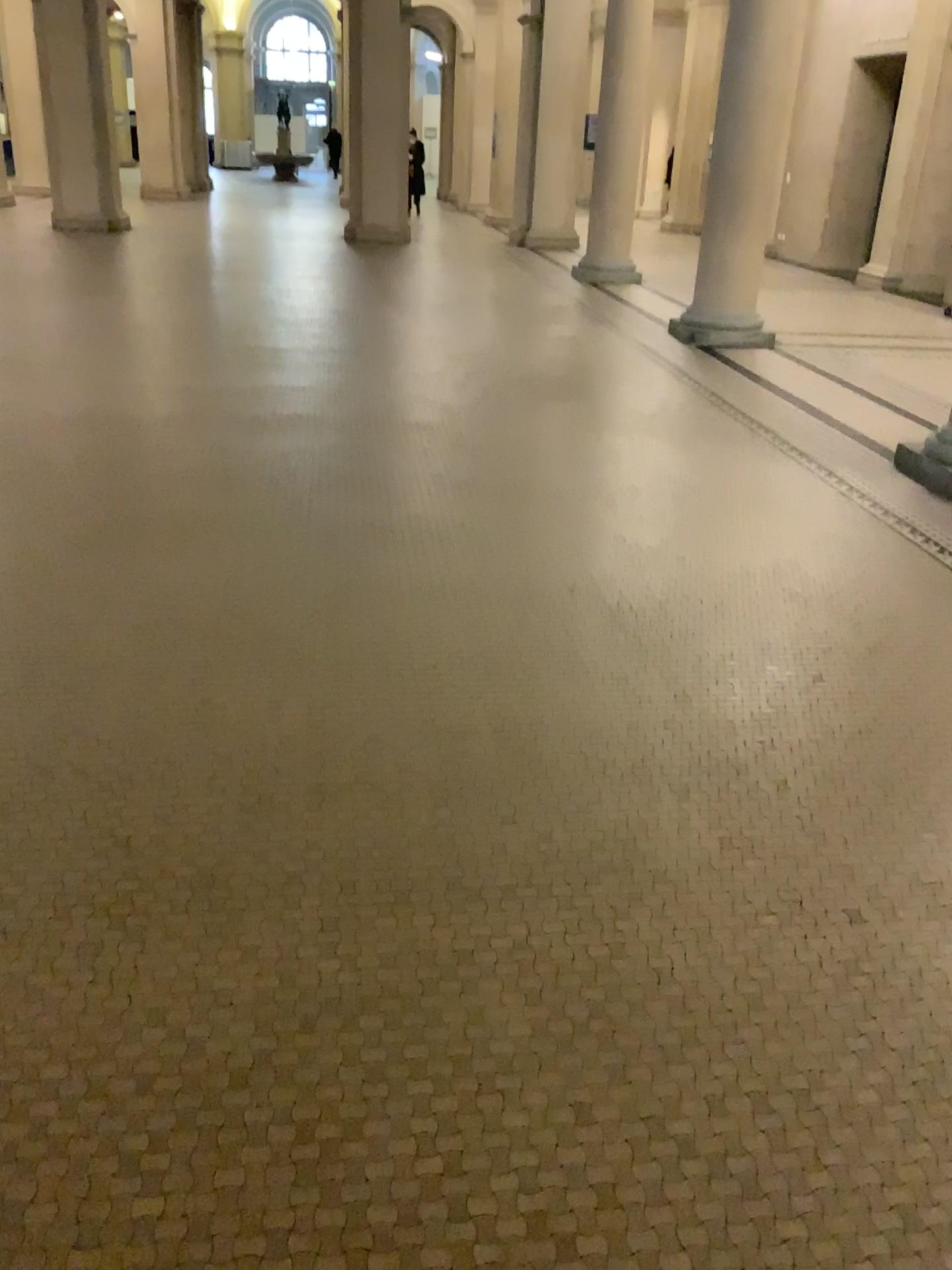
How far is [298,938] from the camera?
2.18m
